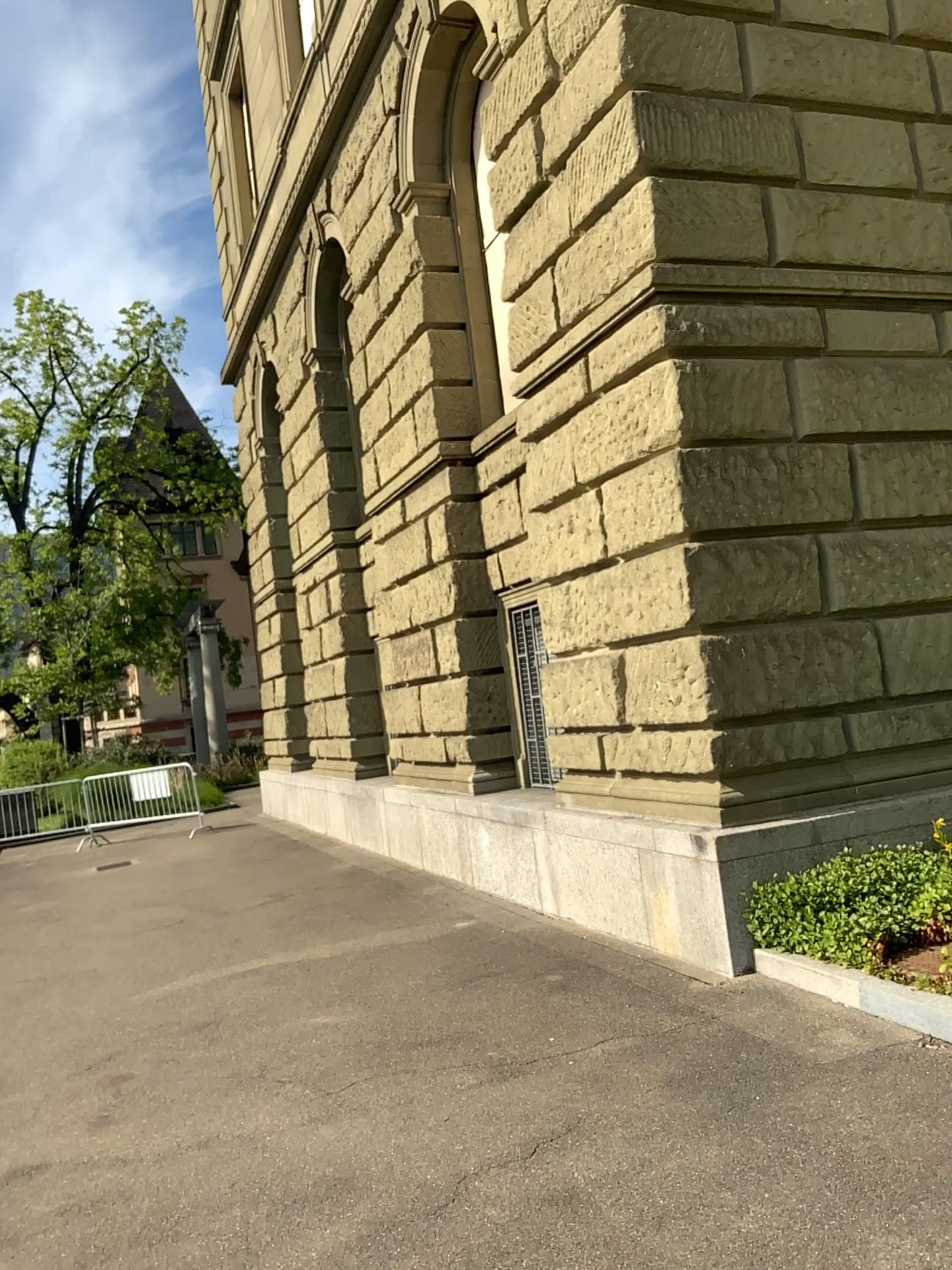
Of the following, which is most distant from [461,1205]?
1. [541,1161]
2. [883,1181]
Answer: [883,1181]
